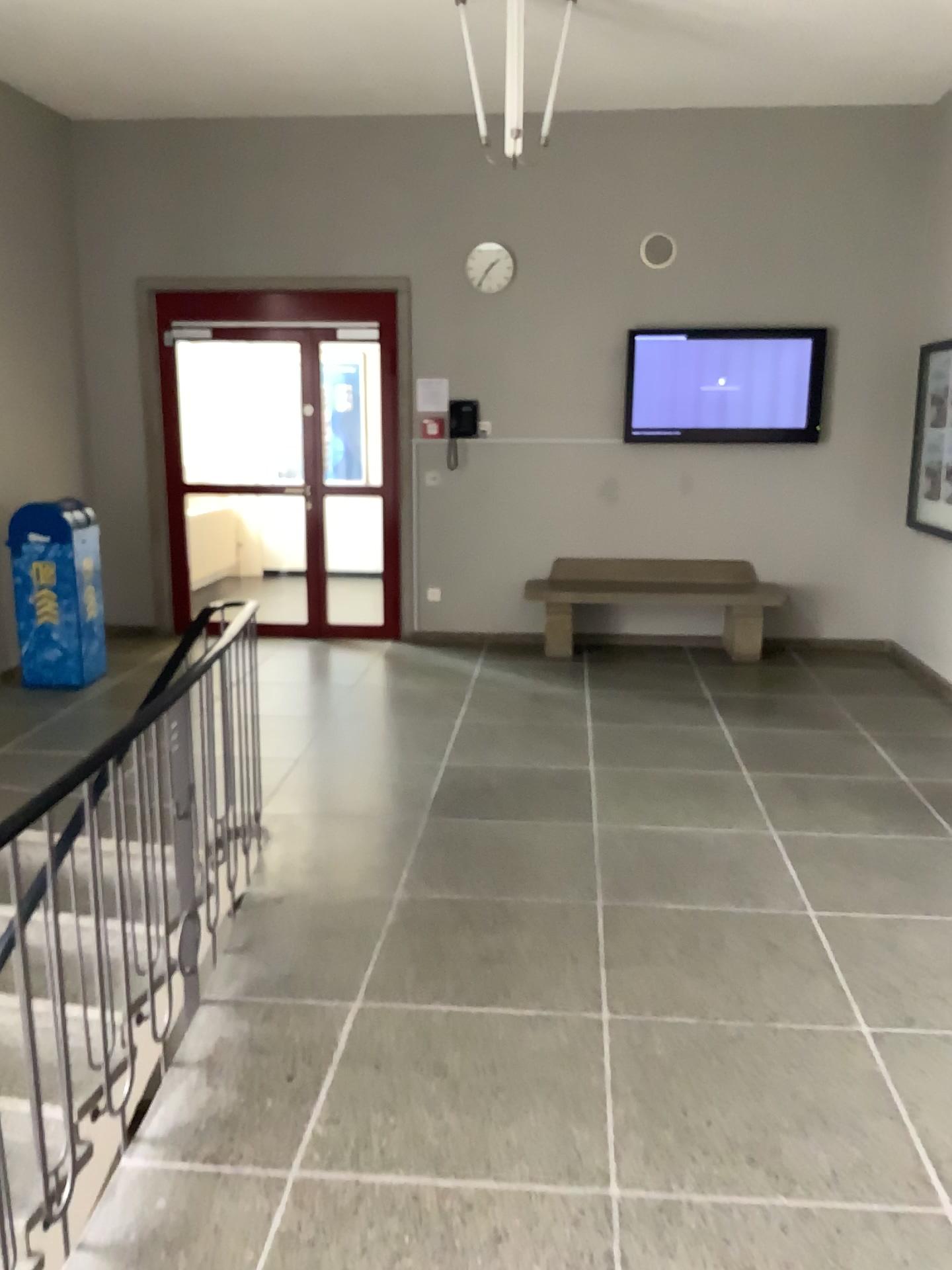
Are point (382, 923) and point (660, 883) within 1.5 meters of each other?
yes
